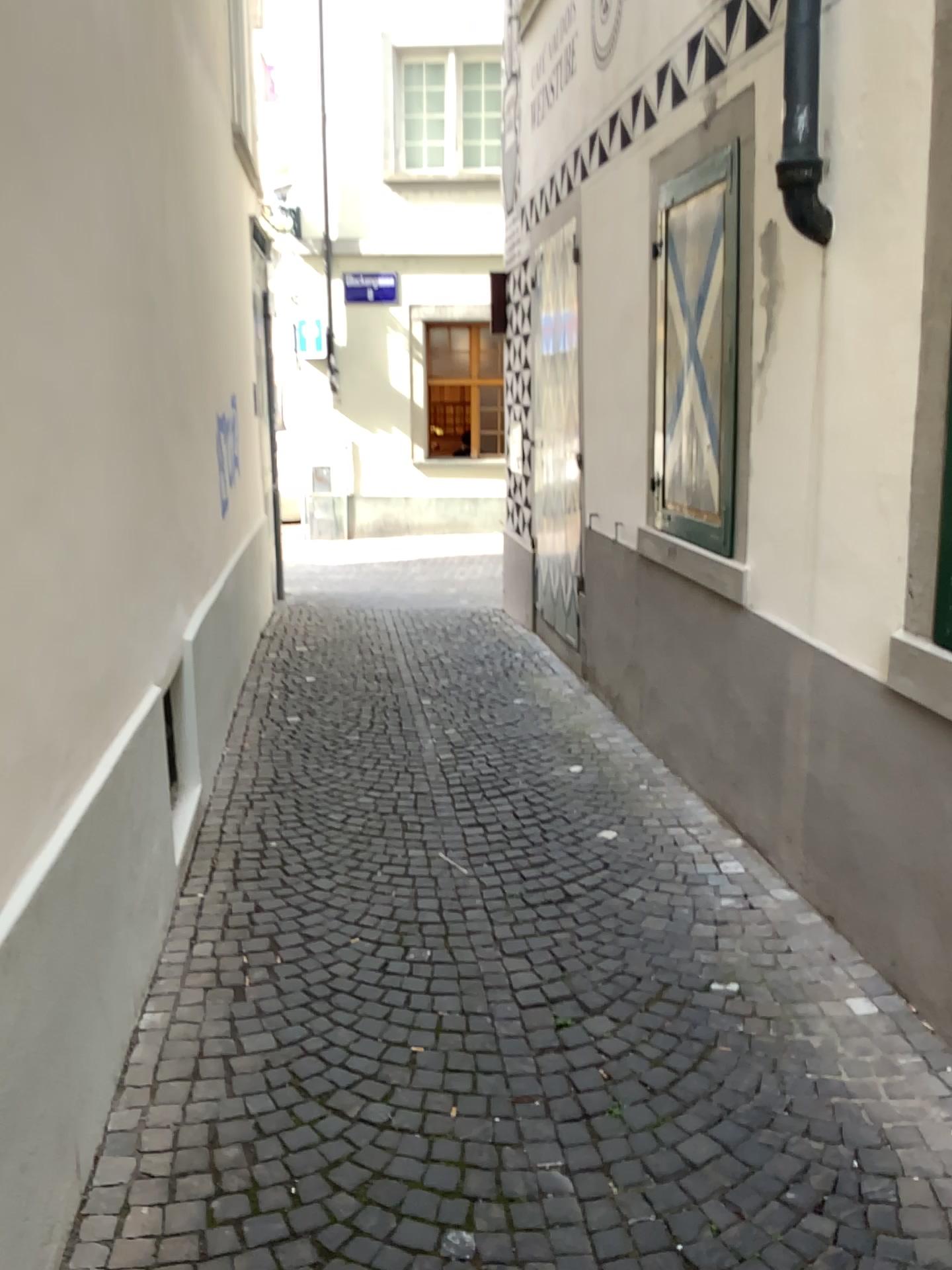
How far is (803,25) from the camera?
3.12m

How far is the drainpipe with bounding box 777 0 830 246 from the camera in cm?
312

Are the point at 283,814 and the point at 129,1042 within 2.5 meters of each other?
yes
